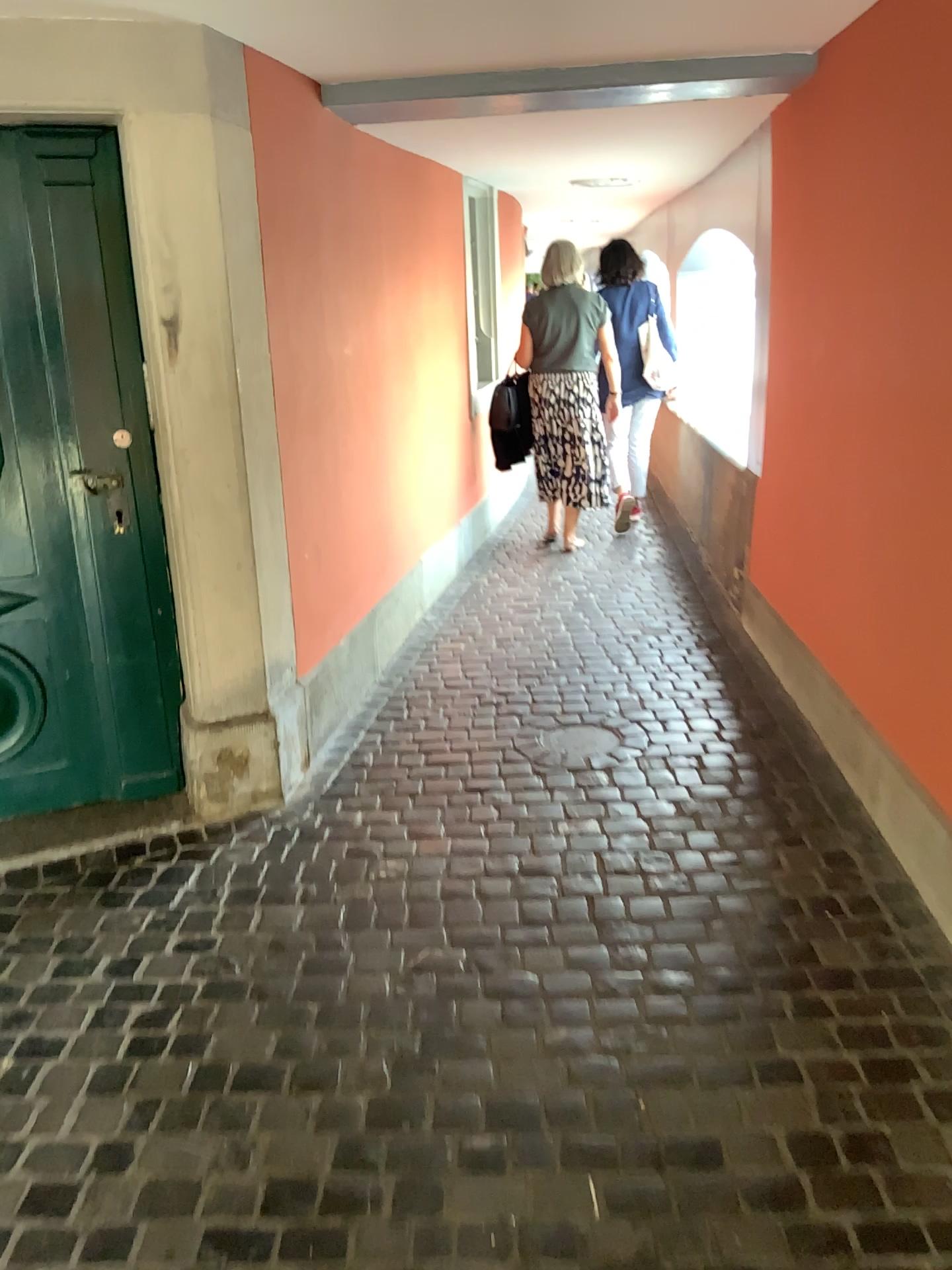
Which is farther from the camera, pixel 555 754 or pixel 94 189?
pixel 555 754

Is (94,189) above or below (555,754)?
above

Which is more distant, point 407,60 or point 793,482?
point 793,482

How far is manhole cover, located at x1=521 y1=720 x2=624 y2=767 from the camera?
3.4m

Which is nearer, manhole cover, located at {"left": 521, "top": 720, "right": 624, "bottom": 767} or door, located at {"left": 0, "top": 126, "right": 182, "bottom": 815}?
door, located at {"left": 0, "top": 126, "right": 182, "bottom": 815}

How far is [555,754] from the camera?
3.4 meters
